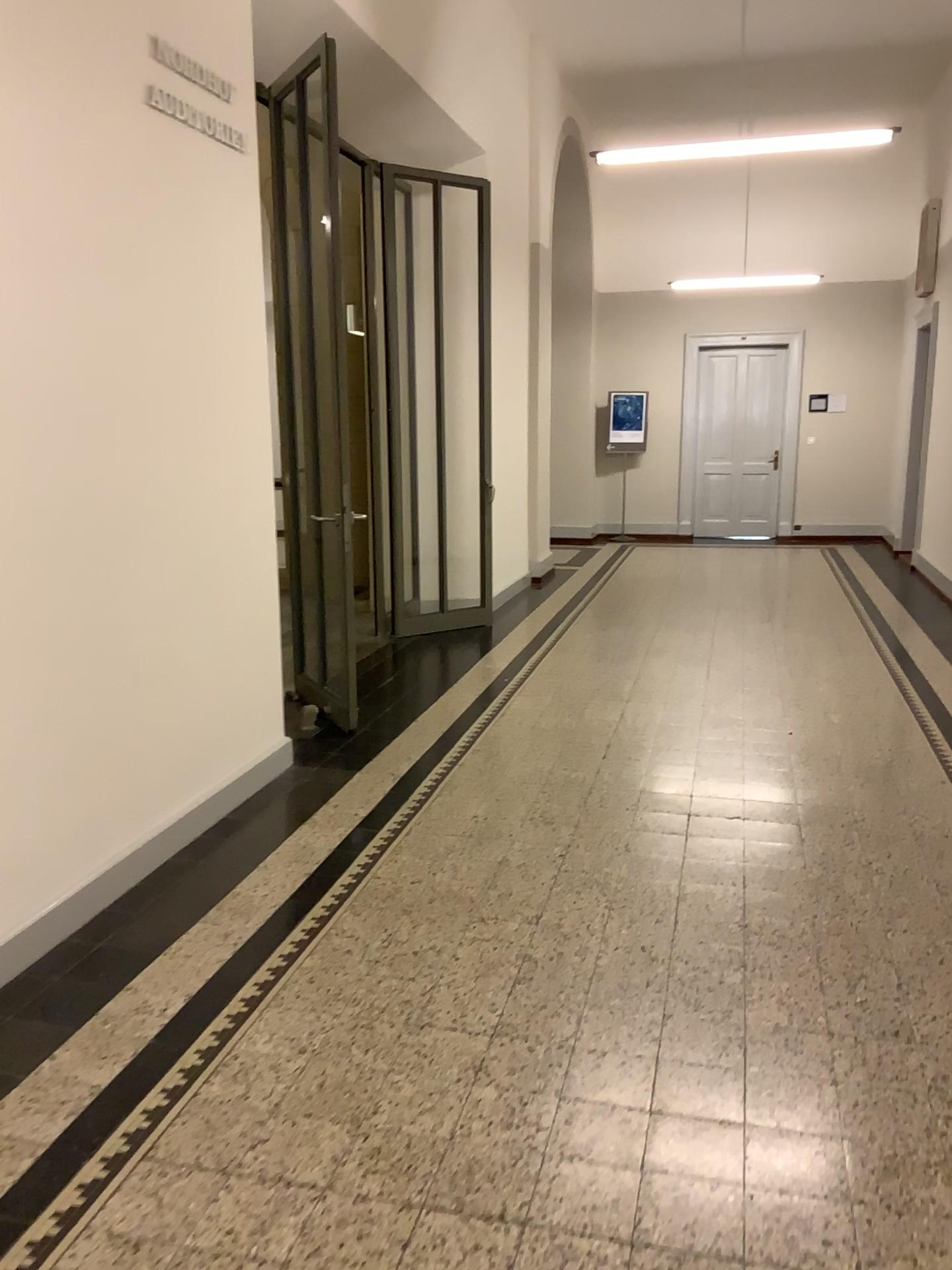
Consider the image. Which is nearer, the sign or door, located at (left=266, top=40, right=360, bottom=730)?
the sign

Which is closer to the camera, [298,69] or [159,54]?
[159,54]

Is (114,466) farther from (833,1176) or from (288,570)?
(833,1176)
